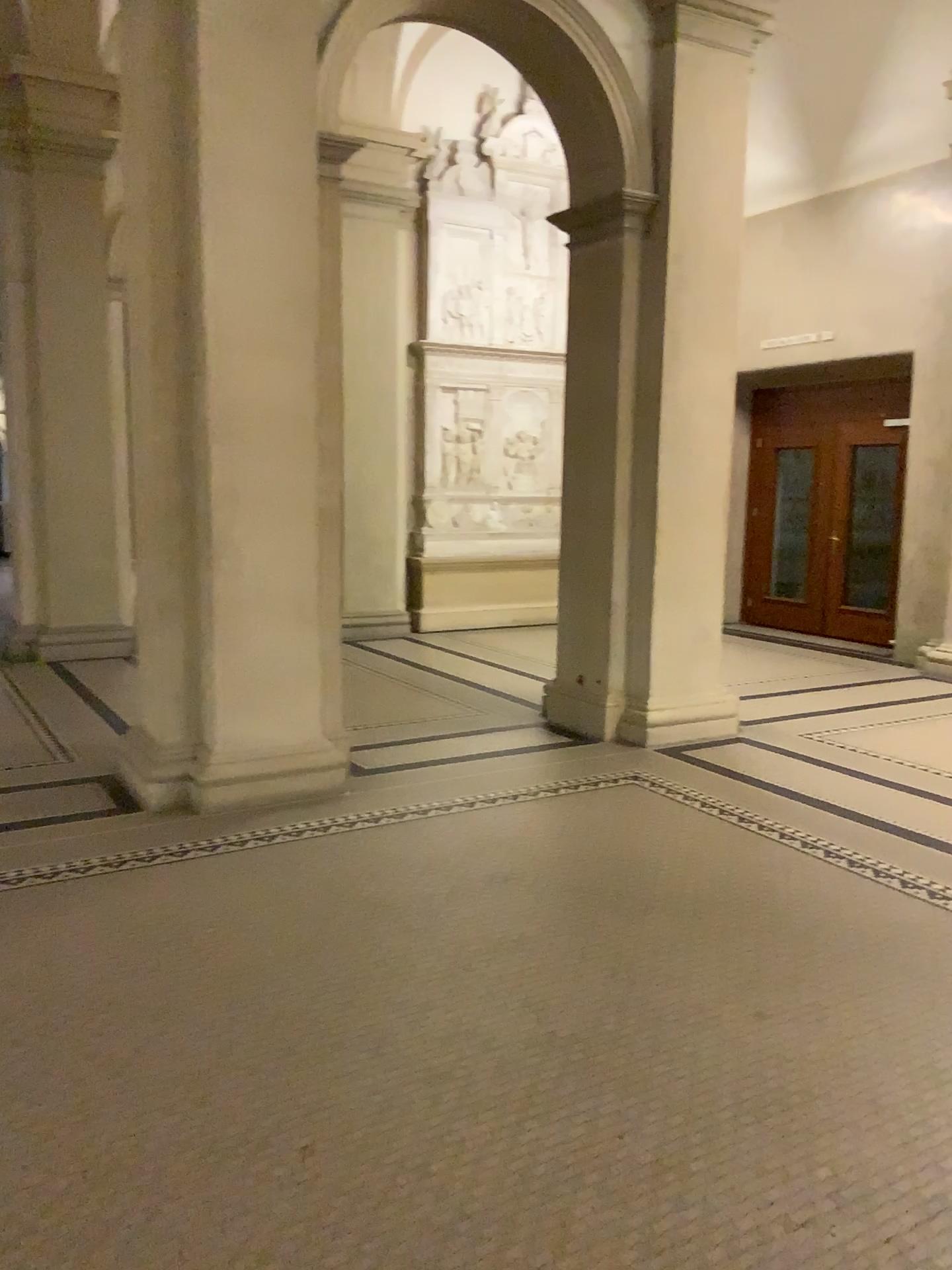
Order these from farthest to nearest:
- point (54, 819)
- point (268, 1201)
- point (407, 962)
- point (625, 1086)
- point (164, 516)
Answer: point (164, 516) → point (54, 819) → point (407, 962) → point (625, 1086) → point (268, 1201)
